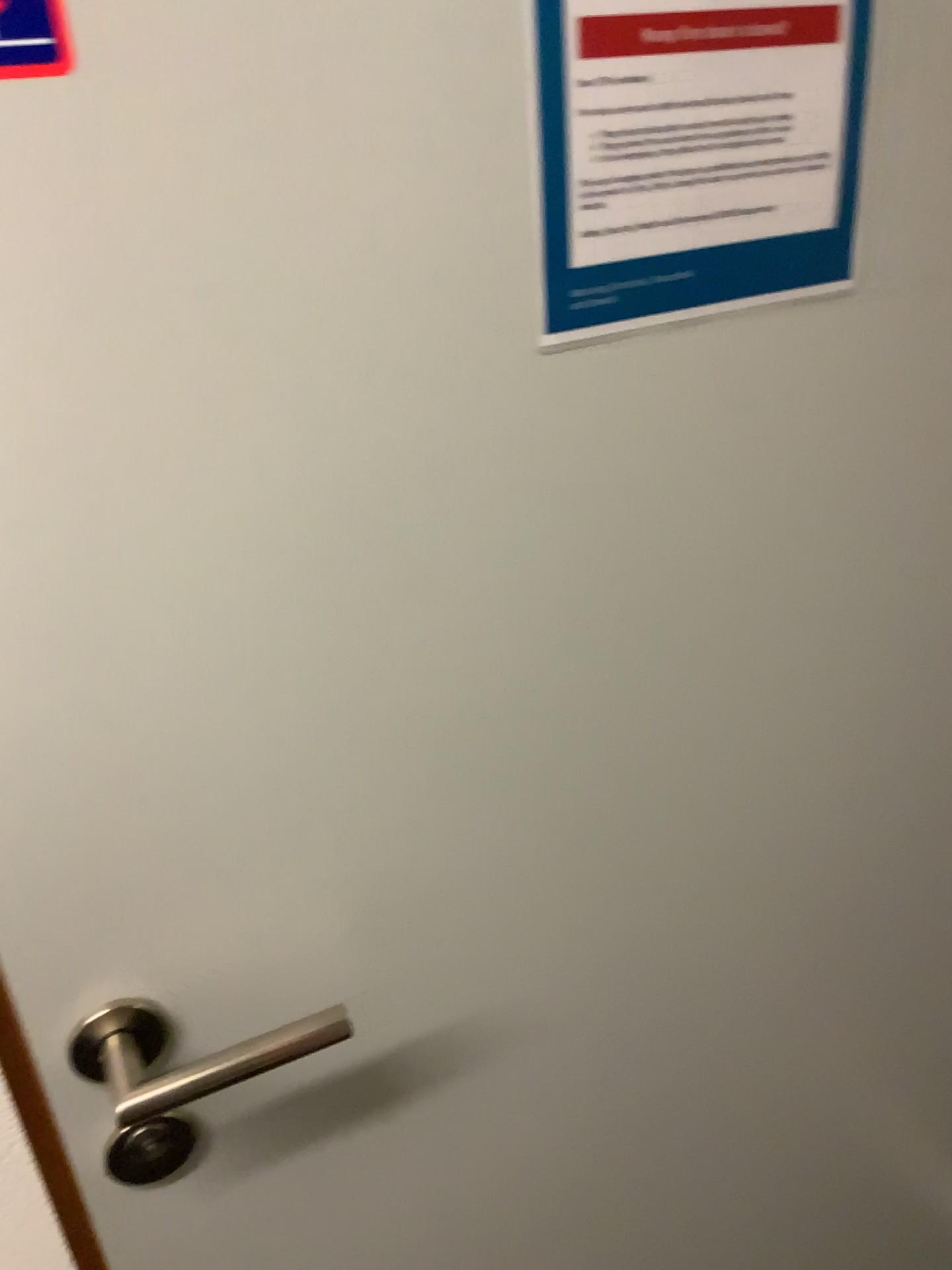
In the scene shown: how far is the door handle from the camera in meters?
0.6 m

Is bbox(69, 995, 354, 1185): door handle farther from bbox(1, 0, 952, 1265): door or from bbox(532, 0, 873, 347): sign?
bbox(532, 0, 873, 347): sign

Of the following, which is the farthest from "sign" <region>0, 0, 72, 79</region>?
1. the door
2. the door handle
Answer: the door handle

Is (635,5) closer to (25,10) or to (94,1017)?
(25,10)

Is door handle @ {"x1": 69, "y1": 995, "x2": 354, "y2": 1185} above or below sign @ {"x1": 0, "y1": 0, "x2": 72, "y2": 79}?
below

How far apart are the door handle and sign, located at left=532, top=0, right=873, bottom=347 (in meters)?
0.41

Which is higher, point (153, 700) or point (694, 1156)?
point (153, 700)

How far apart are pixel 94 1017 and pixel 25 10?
0.5m

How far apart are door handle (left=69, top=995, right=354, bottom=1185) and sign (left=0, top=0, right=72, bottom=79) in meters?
0.4

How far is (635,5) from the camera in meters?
0.5 m
